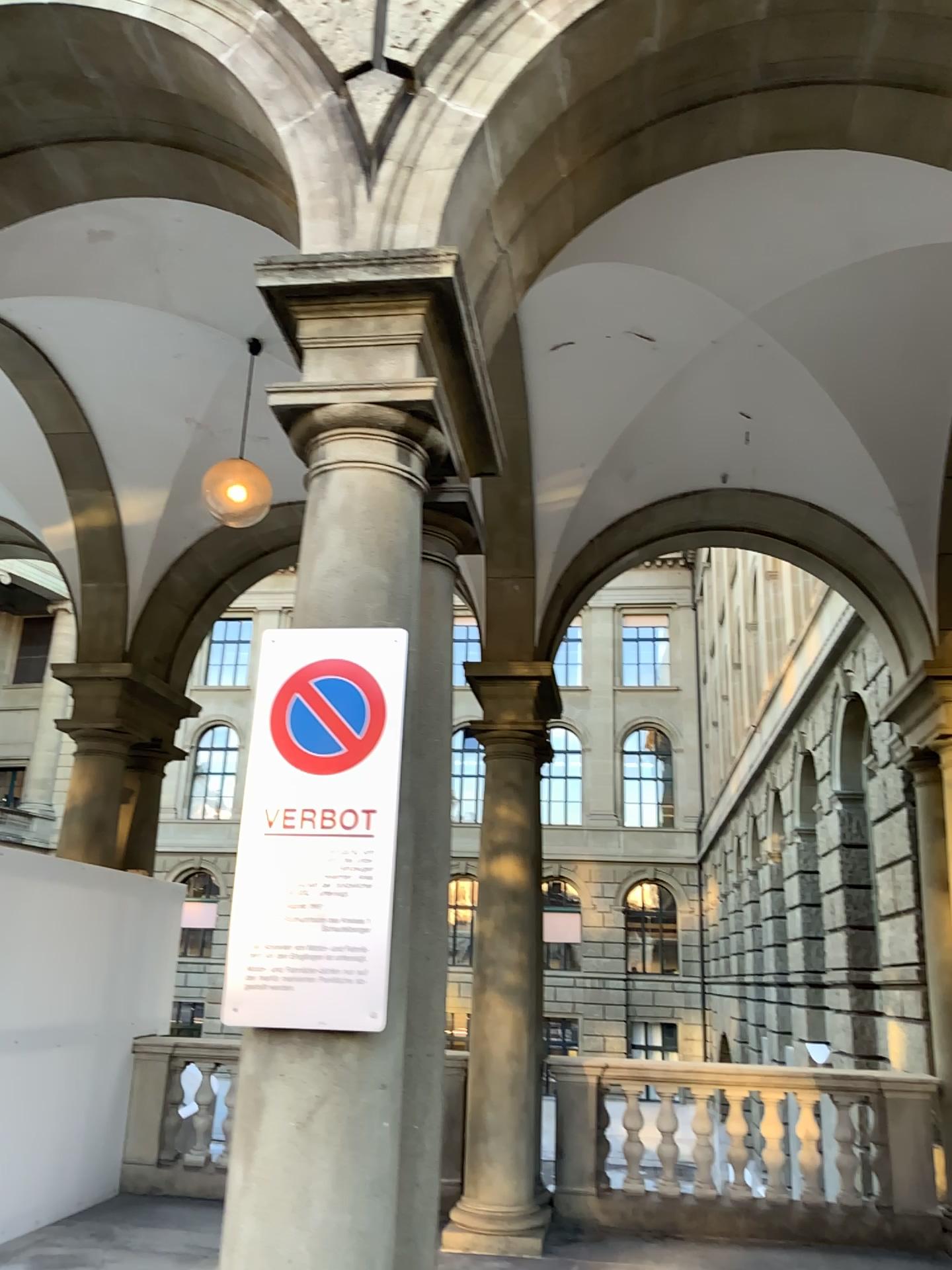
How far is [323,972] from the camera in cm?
255

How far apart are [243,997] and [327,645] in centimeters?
91cm

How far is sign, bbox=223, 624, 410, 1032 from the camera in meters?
2.6
